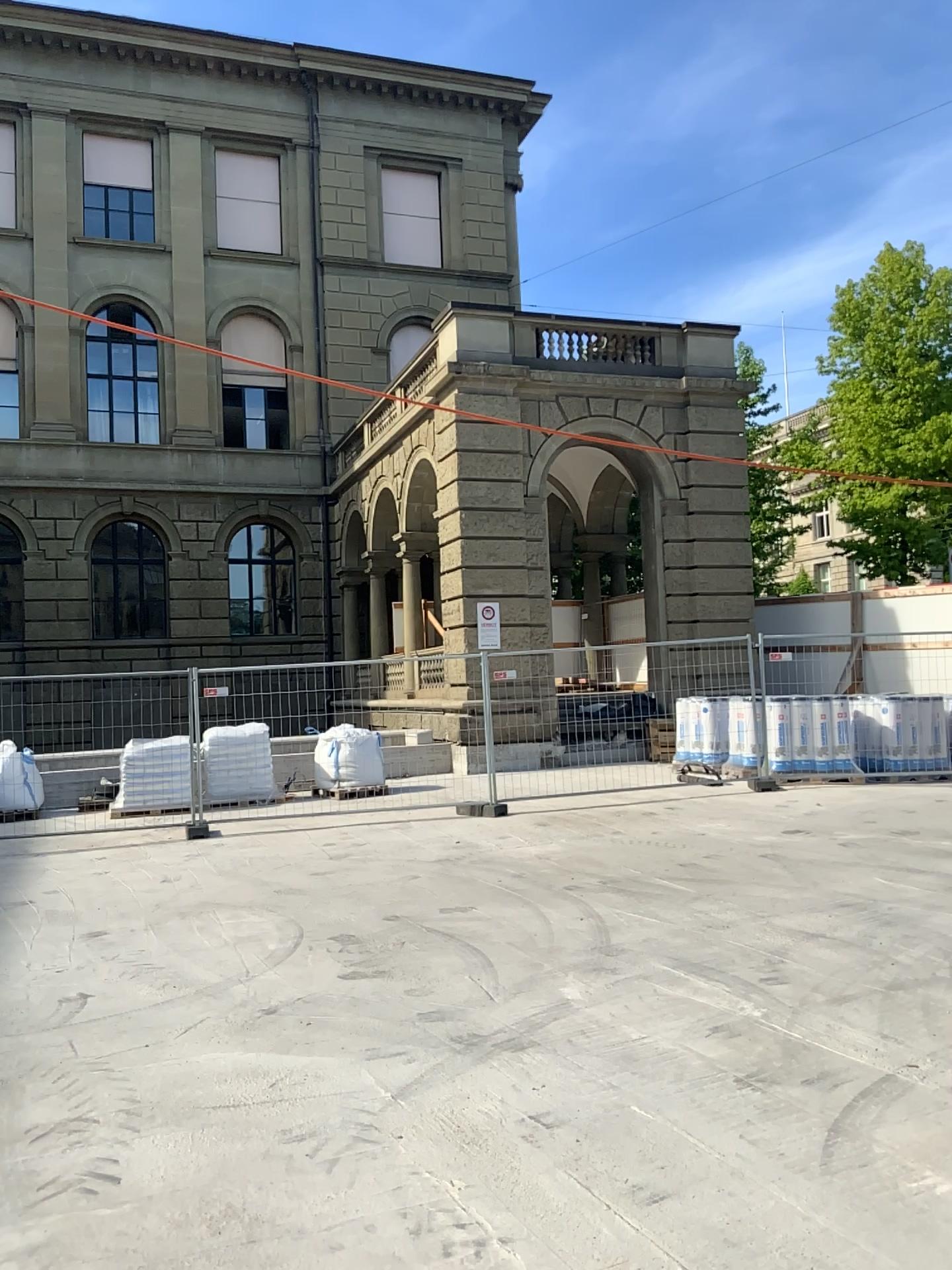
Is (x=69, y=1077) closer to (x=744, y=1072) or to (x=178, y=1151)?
(x=178, y=1151)
